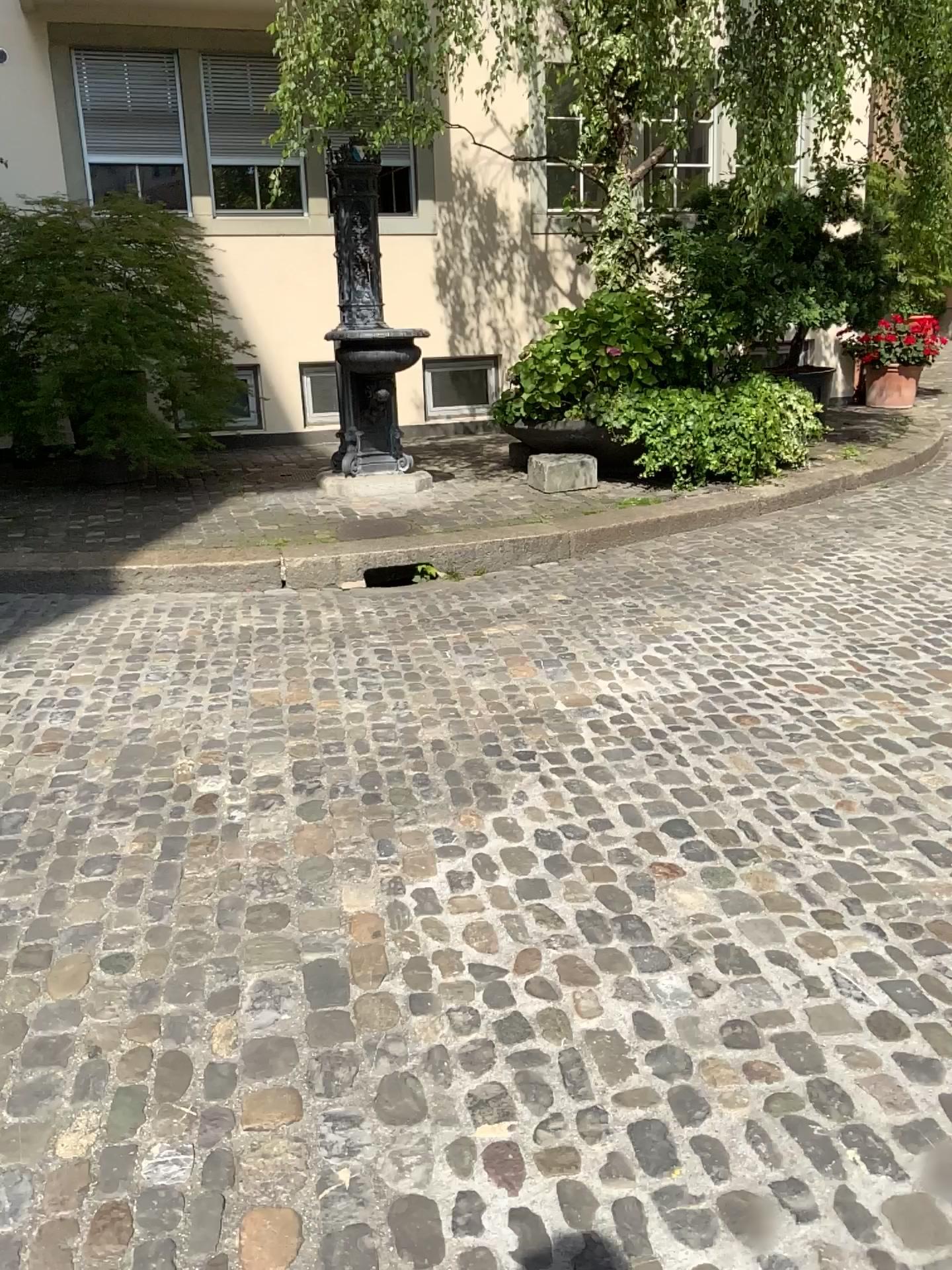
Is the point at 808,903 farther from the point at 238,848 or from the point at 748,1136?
the point at 238,848
